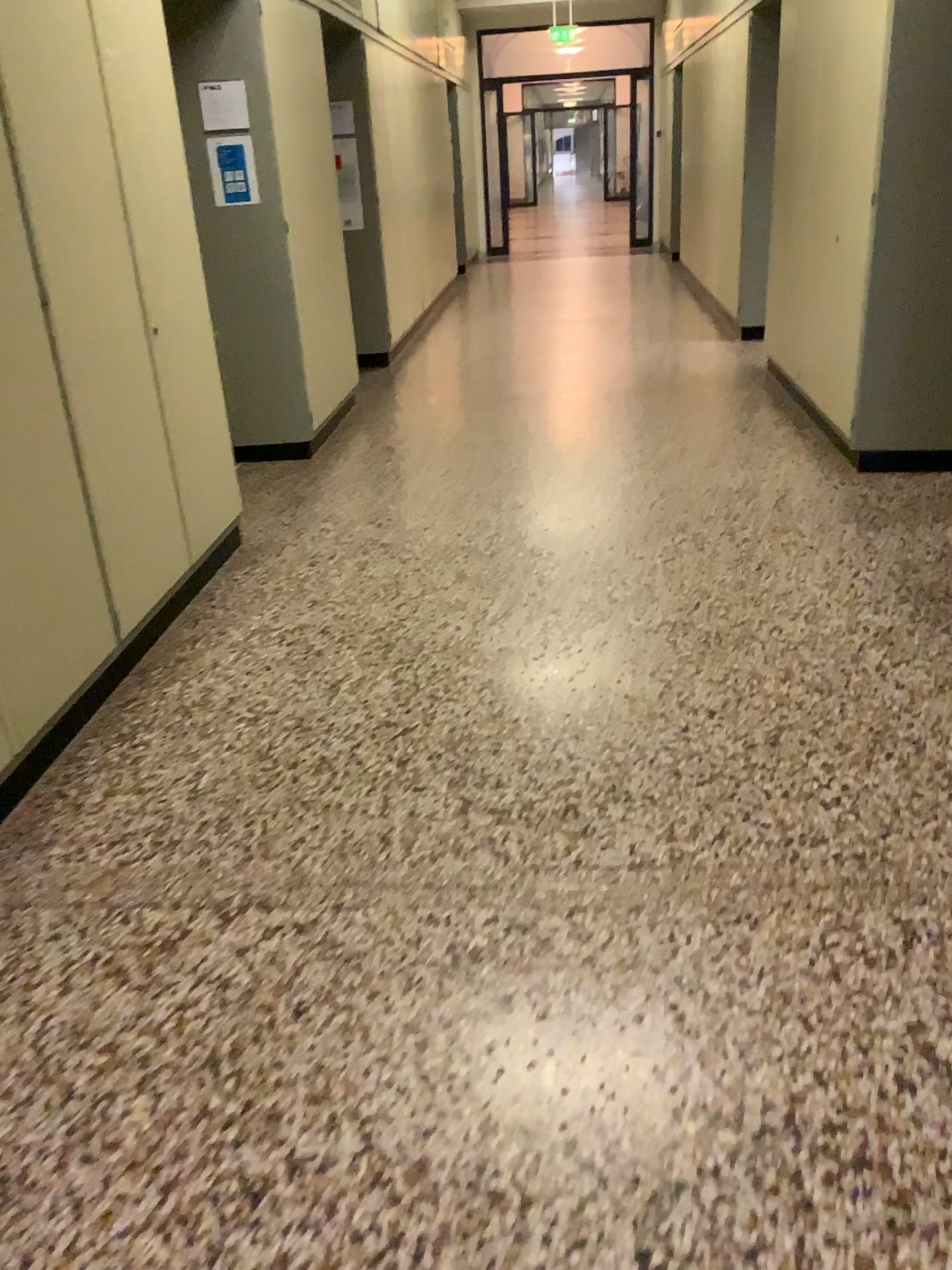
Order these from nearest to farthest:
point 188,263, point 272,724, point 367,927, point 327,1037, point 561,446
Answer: point 327,1037 → point 367,927 → point 272,724 → point 188,263 → point 561,446
